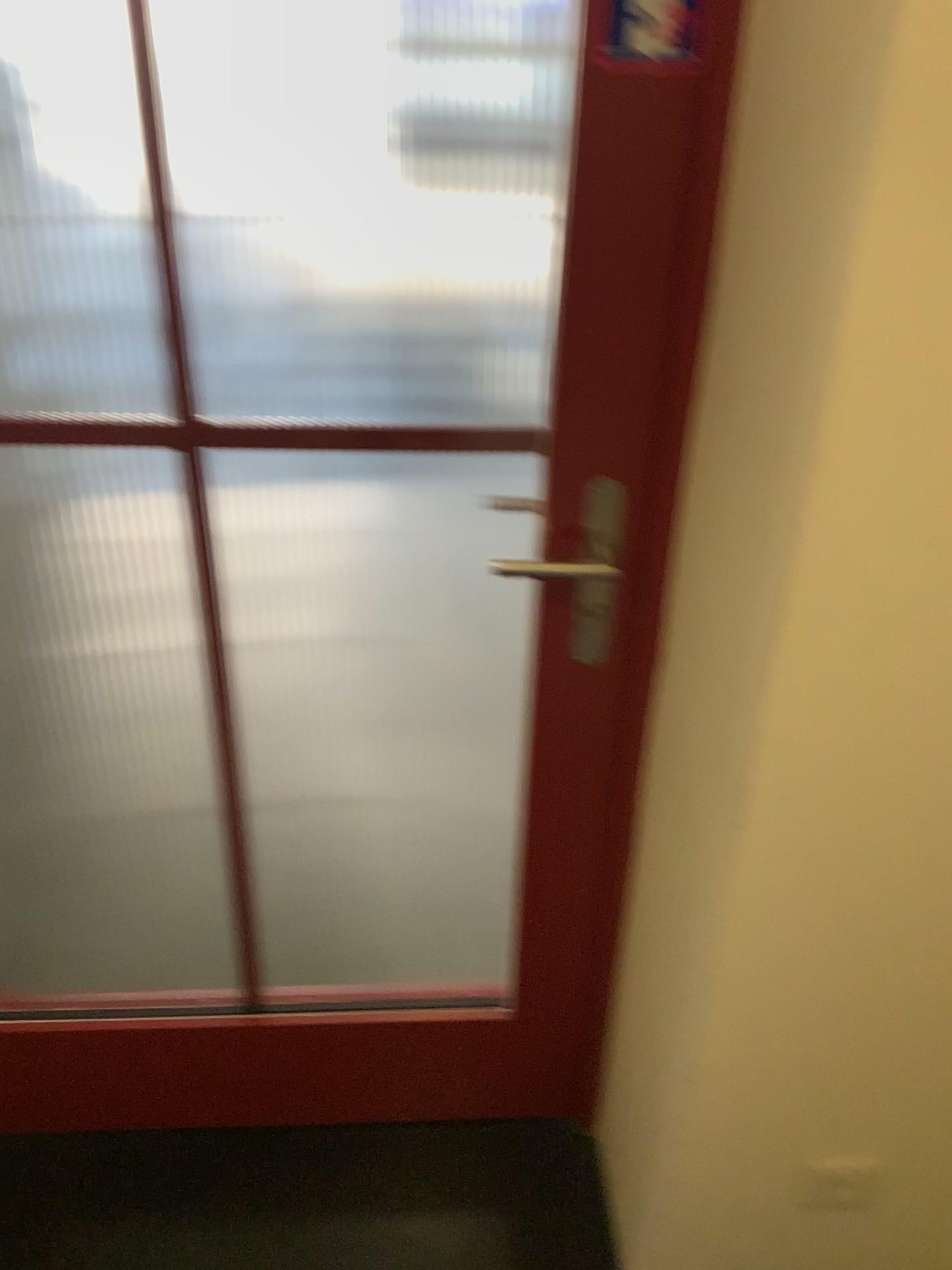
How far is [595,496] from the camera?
1.11m

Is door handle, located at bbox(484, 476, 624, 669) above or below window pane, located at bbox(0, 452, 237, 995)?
above

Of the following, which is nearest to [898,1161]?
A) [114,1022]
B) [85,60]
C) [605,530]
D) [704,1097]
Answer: [704,1097]

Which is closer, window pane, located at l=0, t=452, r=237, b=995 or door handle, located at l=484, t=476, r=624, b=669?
door handle, located at l=484, t=476, r=624, b=669

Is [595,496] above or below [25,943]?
above

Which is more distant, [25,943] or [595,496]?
[25,943]

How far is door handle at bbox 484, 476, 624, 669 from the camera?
1.1 meters
